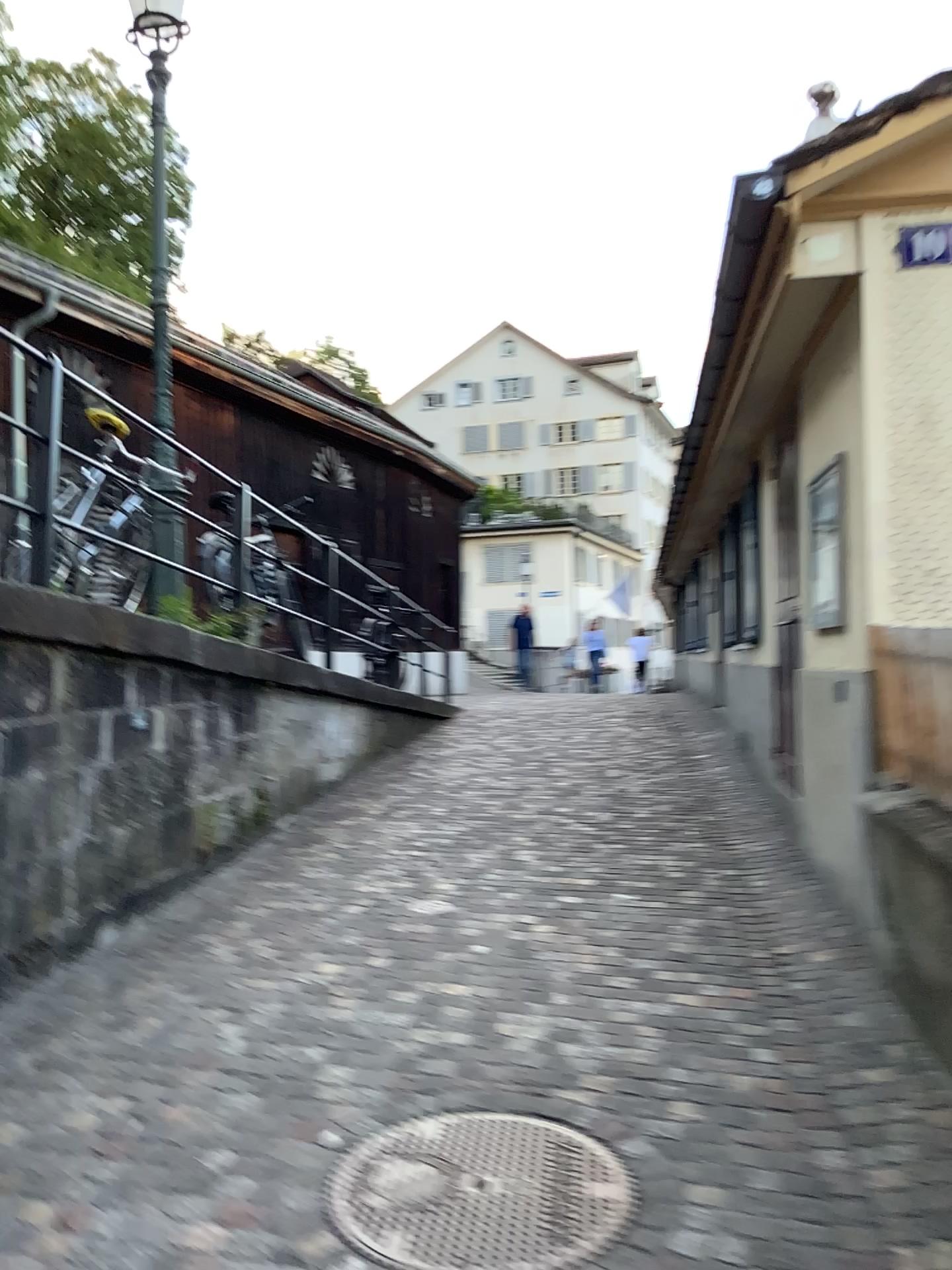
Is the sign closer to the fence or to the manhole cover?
the fence

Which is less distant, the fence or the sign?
the fence

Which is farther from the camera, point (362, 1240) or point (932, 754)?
point (932, 754)

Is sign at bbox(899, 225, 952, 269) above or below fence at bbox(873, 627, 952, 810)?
above

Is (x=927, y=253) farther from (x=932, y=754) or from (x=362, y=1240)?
(x=362, y=1240)

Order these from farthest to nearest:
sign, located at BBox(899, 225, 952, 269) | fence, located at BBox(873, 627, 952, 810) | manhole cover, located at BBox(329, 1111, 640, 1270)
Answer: sign, located at BBox(899, 225, 952, 269) → fence, located at BBox(873, 627, 952, 810) → manhole cover, located at BBox(329, 1111, 640, 1270)

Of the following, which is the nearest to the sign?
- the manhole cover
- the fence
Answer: the fence

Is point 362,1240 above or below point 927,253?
below

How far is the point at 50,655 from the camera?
4.0 meters
